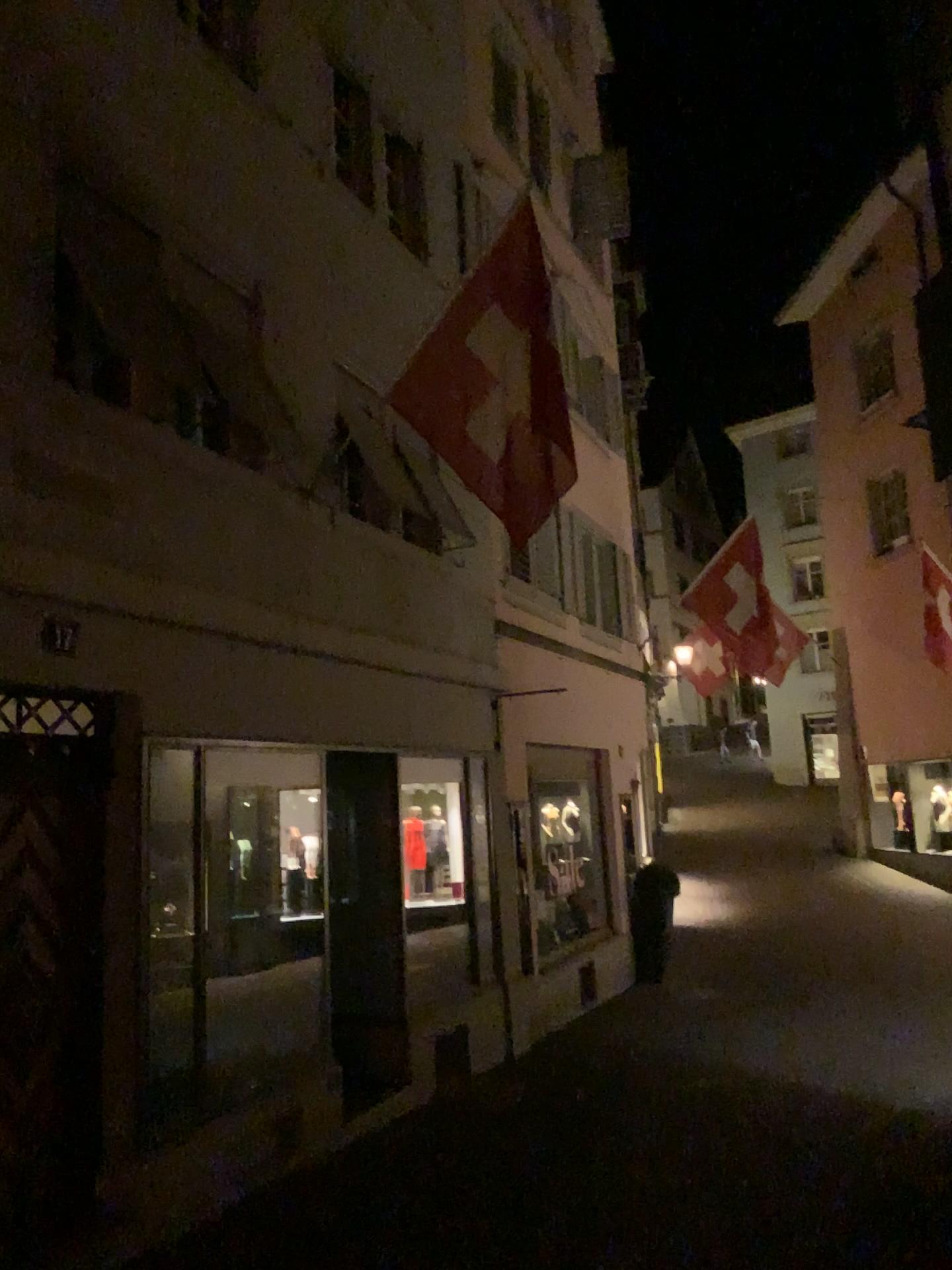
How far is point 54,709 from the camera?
4.7m
